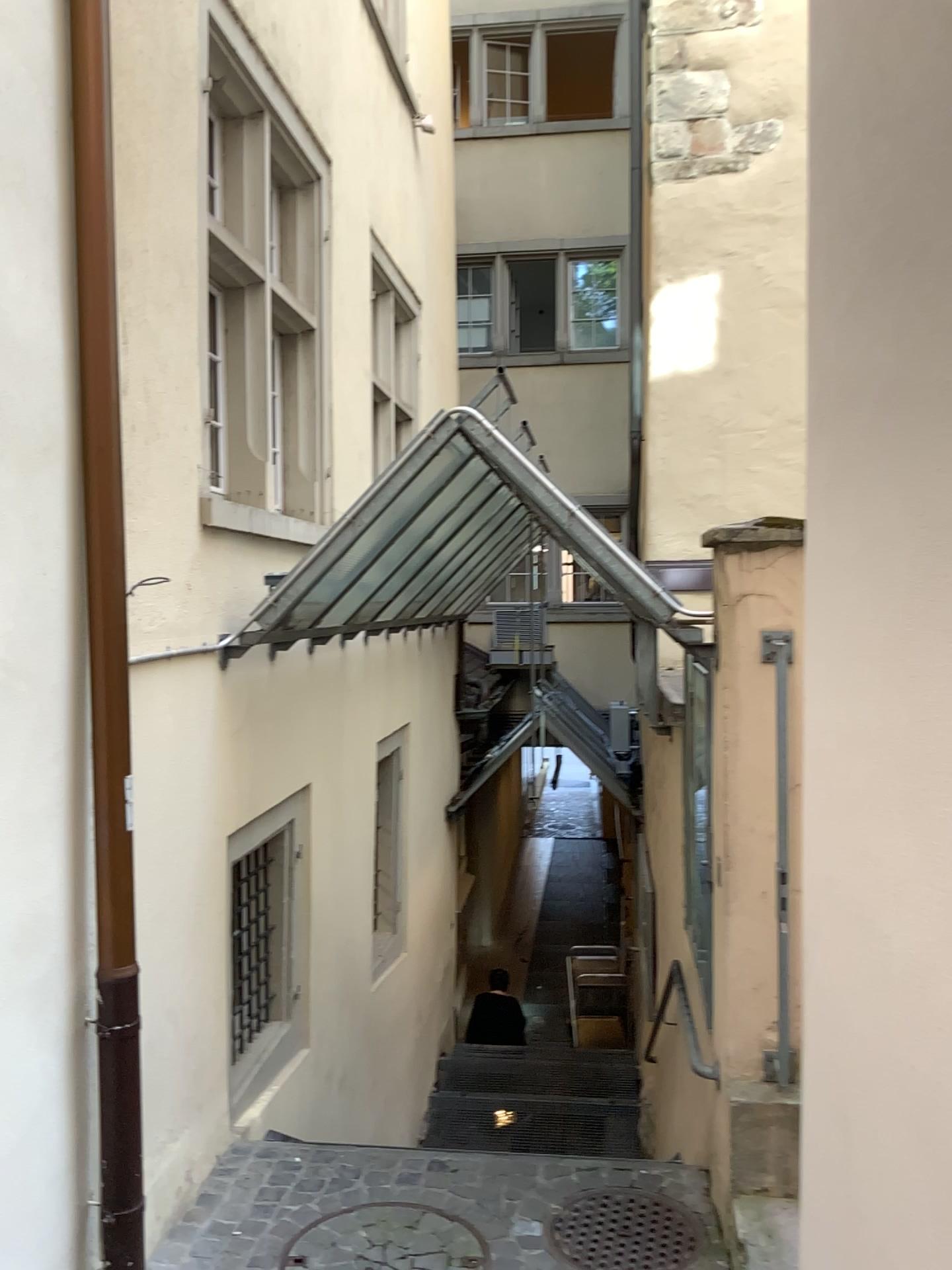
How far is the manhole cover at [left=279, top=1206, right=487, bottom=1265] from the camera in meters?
3.3

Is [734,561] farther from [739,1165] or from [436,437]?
[739,1165]

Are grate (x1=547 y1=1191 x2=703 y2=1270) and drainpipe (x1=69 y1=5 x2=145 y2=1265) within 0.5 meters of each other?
no

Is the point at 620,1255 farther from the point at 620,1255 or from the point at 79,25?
the point at 79,25

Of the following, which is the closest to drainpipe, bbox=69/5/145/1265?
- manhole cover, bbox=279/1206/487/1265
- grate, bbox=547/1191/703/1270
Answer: manhole cover, bbox=279/1206/487/1265

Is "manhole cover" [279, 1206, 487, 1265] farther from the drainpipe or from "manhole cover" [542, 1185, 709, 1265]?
the drainpipe

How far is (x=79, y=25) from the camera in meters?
2.6

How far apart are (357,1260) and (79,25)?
3.6m

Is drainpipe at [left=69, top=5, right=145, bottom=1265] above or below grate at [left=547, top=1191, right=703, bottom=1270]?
above

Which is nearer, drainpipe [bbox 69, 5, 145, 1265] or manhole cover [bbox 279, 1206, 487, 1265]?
drainpipe [bbox 69, 5, 145, 1265]
